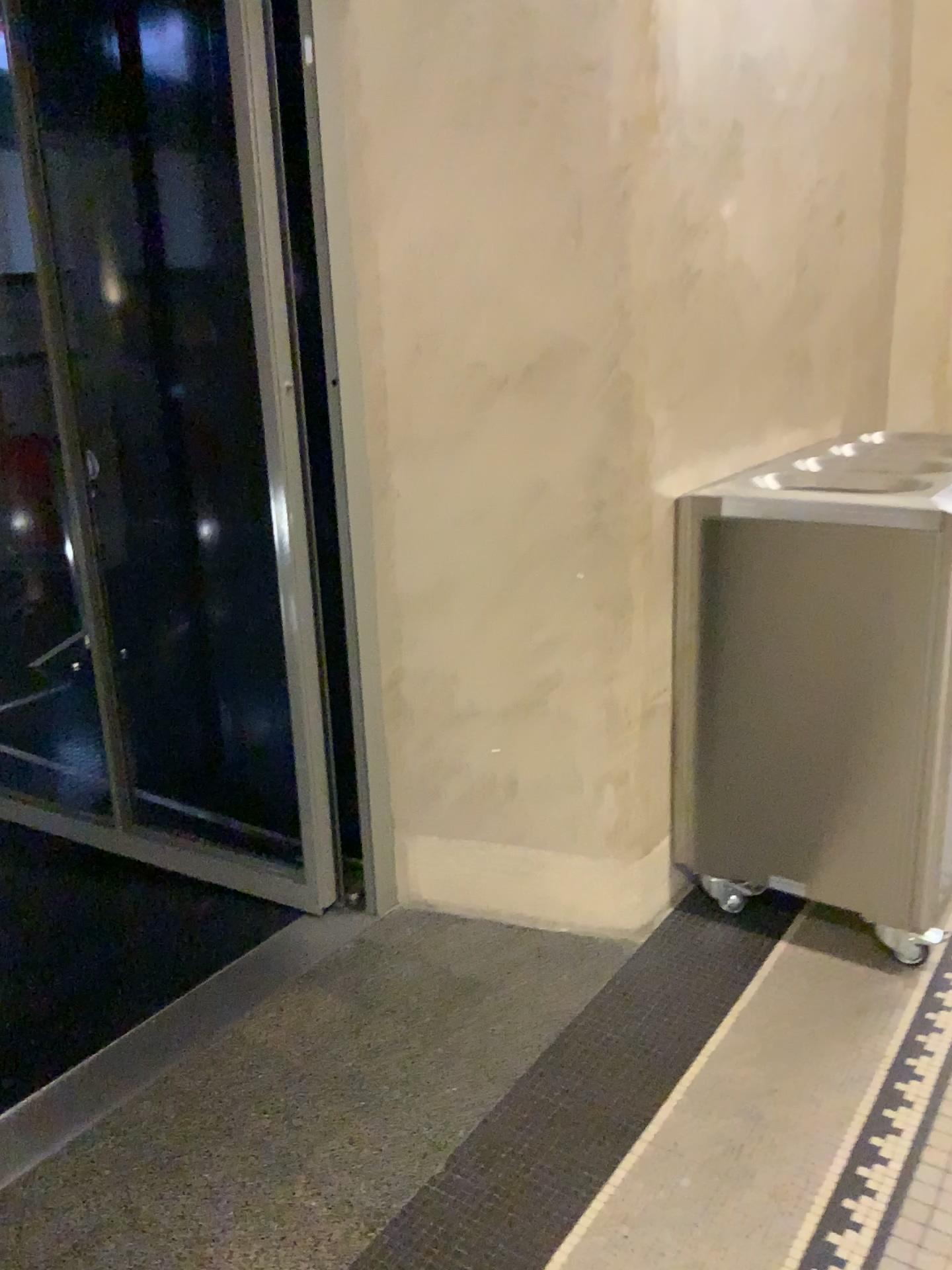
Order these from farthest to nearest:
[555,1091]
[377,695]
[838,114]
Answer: [838,114], [377,695], [555,1091]

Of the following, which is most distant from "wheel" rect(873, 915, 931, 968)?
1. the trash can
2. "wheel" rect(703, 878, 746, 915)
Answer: "wheel" rect(703, 878, 746, 915)

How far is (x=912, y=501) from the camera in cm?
206

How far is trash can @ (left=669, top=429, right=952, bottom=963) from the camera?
2.1 meters

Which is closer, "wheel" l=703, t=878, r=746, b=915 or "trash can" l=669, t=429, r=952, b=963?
"trash can" l=669, t=429, r=952, b=963

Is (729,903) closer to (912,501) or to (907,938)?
(907,938)

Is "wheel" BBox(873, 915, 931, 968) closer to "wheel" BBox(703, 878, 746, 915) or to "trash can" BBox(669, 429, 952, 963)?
"trash can" BBox(669, 429, 952, 963)

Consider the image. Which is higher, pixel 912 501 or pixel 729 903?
pixel 912 501
